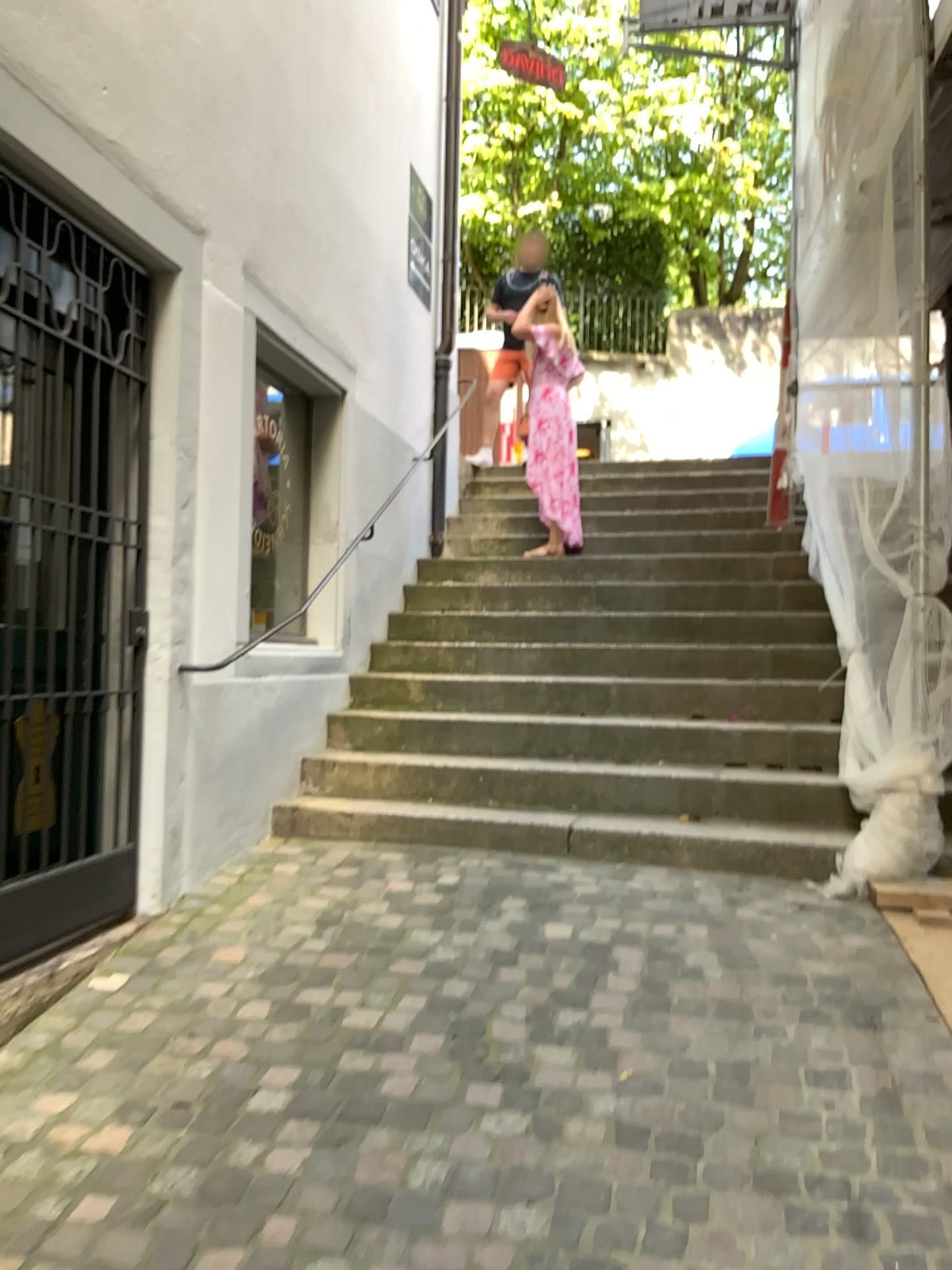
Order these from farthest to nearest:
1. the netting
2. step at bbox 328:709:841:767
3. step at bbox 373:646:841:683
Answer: step at bbox 373:646:841:683 → step at bbox 328:709:841:767 → the netting

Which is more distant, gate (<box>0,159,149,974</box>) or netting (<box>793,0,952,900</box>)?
netting (<box>793,0,952,900</box>)

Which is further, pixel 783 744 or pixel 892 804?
pixel 783 744

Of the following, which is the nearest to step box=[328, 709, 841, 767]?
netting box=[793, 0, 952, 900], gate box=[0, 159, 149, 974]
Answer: netting box=[793, 0, 952, 900]

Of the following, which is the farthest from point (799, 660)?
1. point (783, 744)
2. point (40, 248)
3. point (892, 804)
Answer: point (40, 248)

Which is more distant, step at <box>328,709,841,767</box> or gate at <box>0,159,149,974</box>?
step at <box>328,709,841,767</box>

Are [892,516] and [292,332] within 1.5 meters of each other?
no

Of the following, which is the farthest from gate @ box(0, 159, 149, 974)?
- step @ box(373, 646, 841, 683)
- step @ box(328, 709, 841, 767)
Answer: step @ box(373, 646, 841, 683)

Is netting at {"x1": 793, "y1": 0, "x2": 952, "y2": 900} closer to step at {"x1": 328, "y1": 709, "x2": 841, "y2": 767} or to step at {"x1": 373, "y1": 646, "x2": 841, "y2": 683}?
Result: step at {"x1": 328, "y1": 709, "x2": 841, "y2": 767}

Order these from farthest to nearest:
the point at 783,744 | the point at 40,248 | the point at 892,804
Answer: the point at 783,744
the point at 892,804
the point at 40,248
